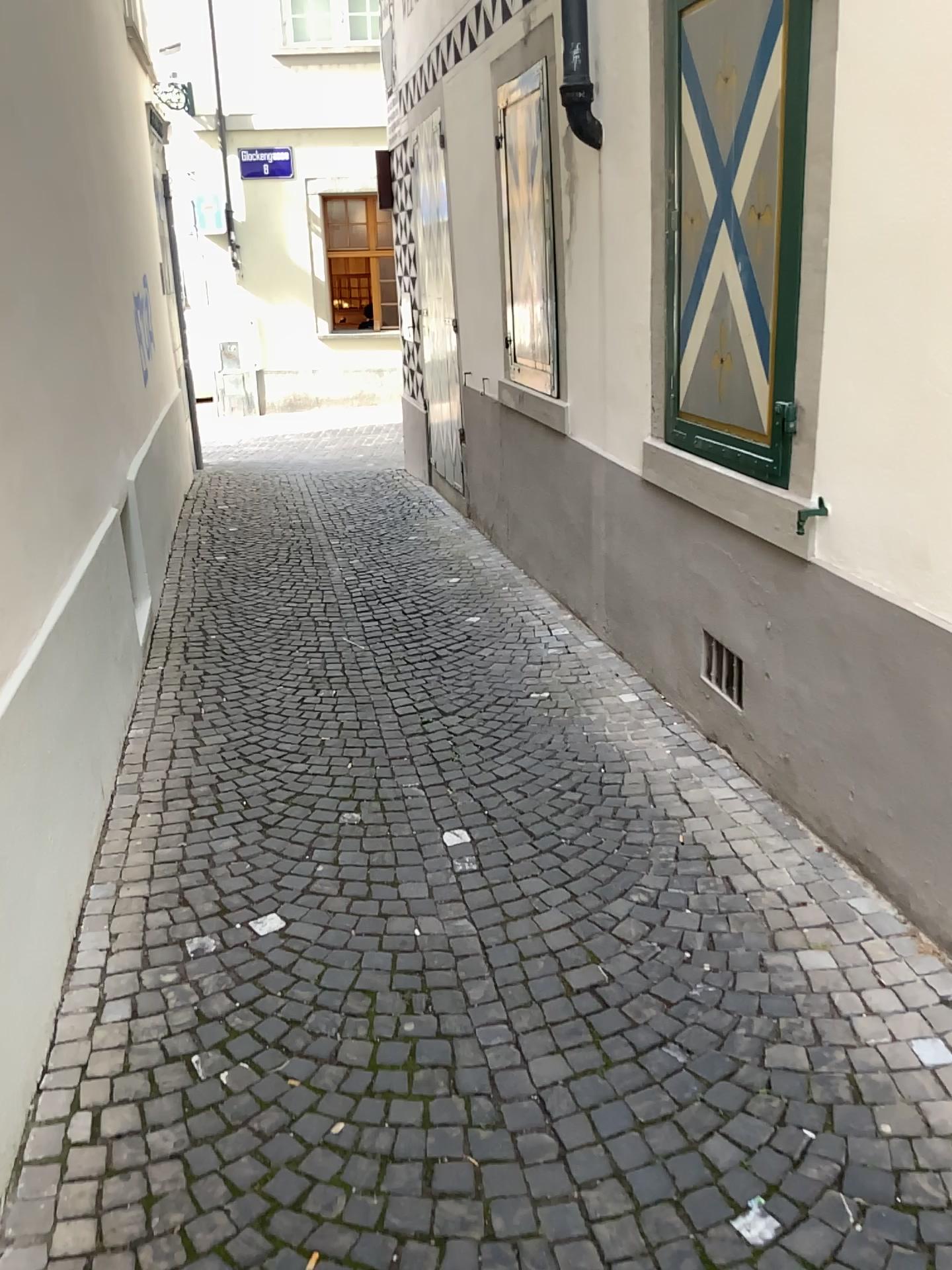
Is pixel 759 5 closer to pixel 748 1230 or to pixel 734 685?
pixel 734 685

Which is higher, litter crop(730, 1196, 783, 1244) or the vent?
the vent

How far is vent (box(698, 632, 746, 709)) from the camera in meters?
3.6

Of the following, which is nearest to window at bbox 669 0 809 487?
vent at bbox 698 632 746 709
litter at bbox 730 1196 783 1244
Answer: vent at bbox 698 632 746 709

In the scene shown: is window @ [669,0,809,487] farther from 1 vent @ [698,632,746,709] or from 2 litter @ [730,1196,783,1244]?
2 litter @ [730,1196,783,1244]

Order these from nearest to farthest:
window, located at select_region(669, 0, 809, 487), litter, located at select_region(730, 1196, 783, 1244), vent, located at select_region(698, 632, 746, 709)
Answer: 1. litter, located at select_region(730, 1196, 783, 1244)
2. window, located at select_region(669, 0, 809, 487)
3. vent, located at select_region(698, 632, 746, 709)

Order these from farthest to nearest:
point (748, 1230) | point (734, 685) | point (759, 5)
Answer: point (734, 685)
point (759, 5)
point (748, 1230)

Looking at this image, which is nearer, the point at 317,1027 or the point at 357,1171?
the point at 357,1171

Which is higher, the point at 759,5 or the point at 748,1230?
the point at 759,5

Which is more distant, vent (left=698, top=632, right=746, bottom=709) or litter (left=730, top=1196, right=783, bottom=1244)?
vent (left=698, top=632, right=746, bottom=709)
